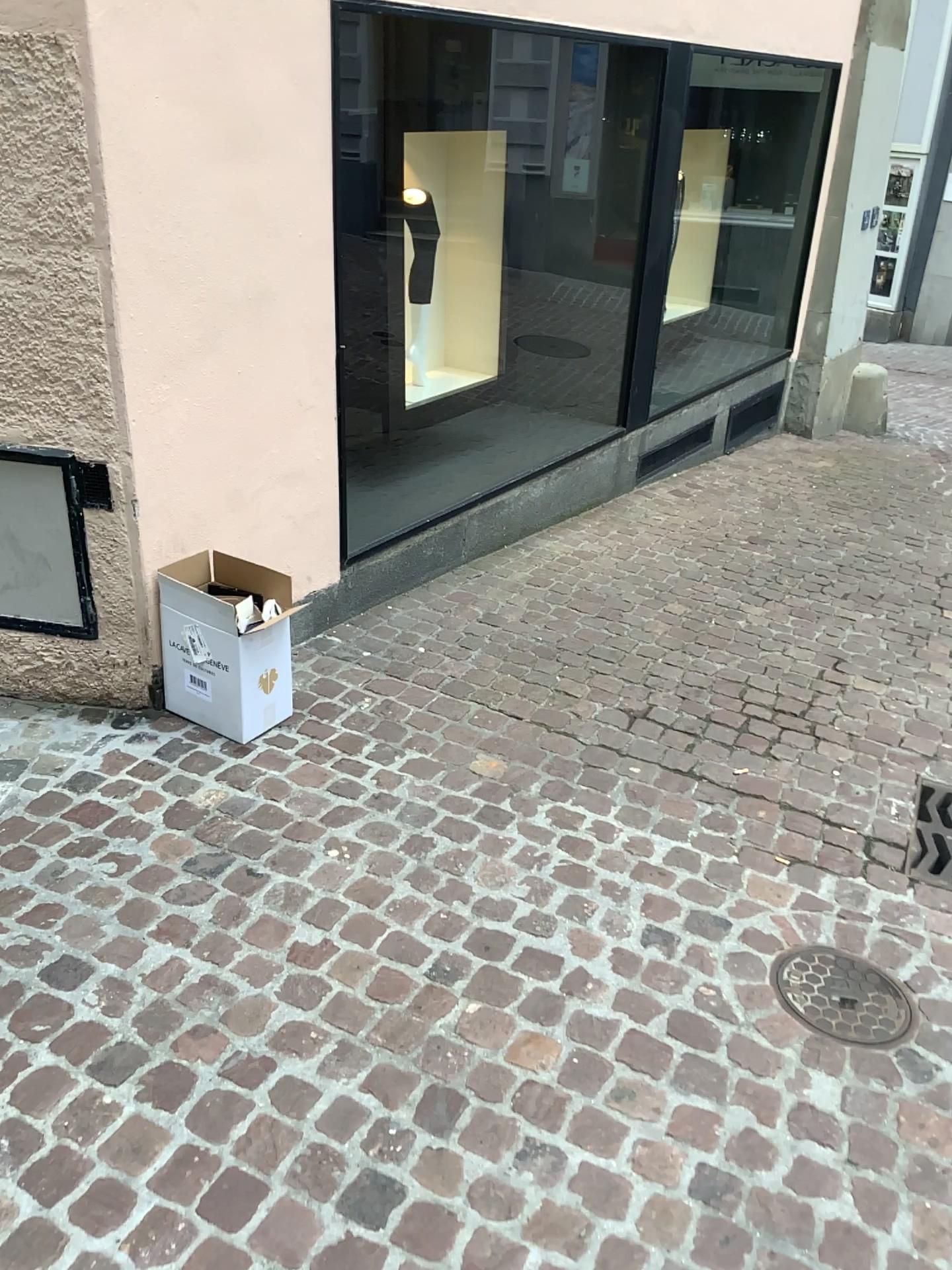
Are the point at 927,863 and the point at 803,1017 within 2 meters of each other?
yes

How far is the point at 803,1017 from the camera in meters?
2.1

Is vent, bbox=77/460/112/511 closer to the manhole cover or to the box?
the box

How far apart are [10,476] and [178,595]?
0.54m

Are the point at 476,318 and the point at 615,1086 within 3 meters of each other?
no

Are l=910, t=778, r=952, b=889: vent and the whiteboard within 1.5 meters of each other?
no

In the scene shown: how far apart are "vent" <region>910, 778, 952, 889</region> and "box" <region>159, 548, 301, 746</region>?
1.7 meters

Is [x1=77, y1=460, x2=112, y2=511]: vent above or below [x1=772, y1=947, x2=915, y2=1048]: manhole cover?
above

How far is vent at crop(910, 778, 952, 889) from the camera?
2.61m

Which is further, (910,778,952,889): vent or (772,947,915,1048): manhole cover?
(910,778,952,889): vent
